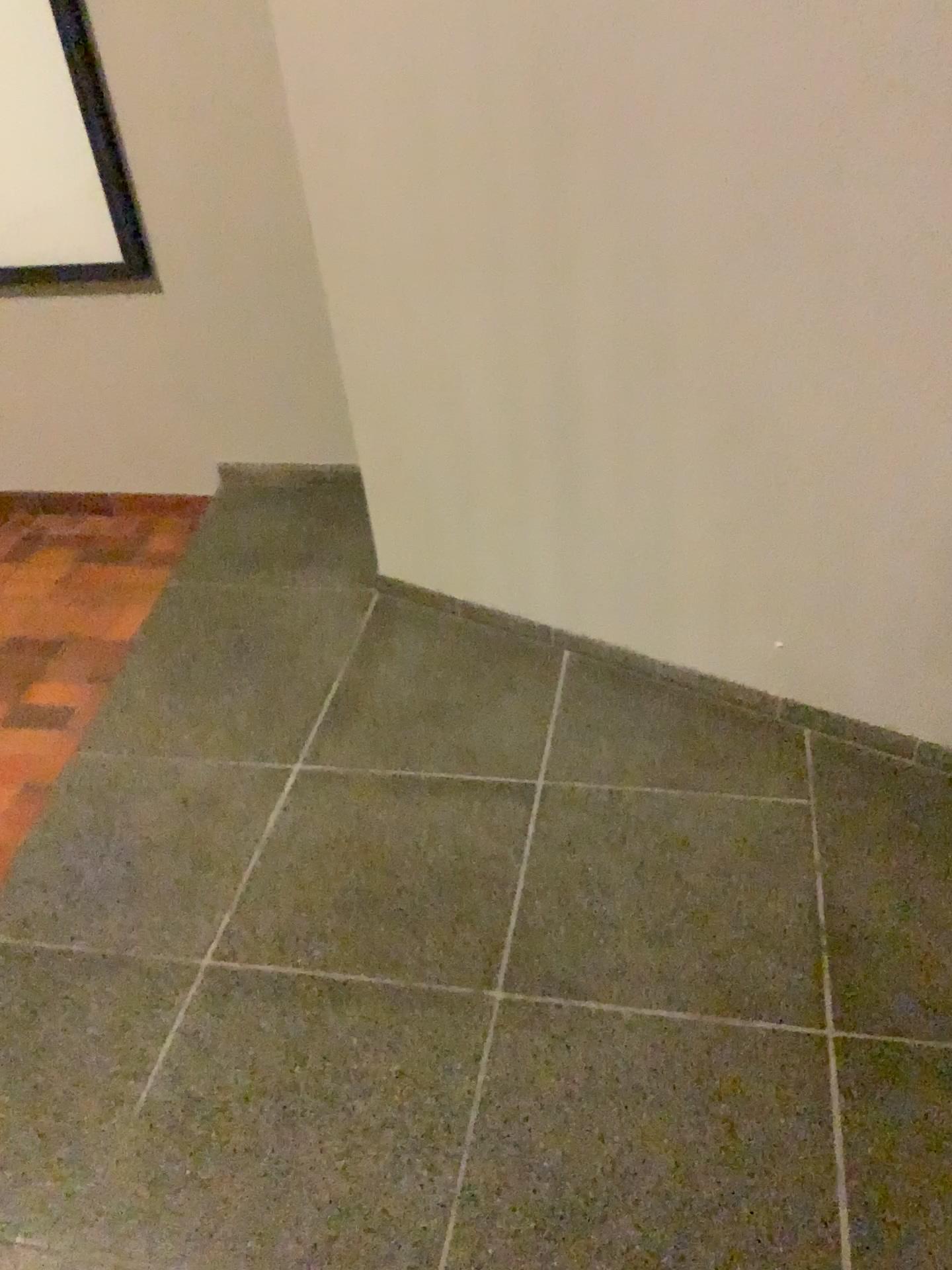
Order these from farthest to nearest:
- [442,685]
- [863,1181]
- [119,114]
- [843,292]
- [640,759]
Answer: [119,114] → [442,685] → [640,759] → [843,292] → [863,1181]
